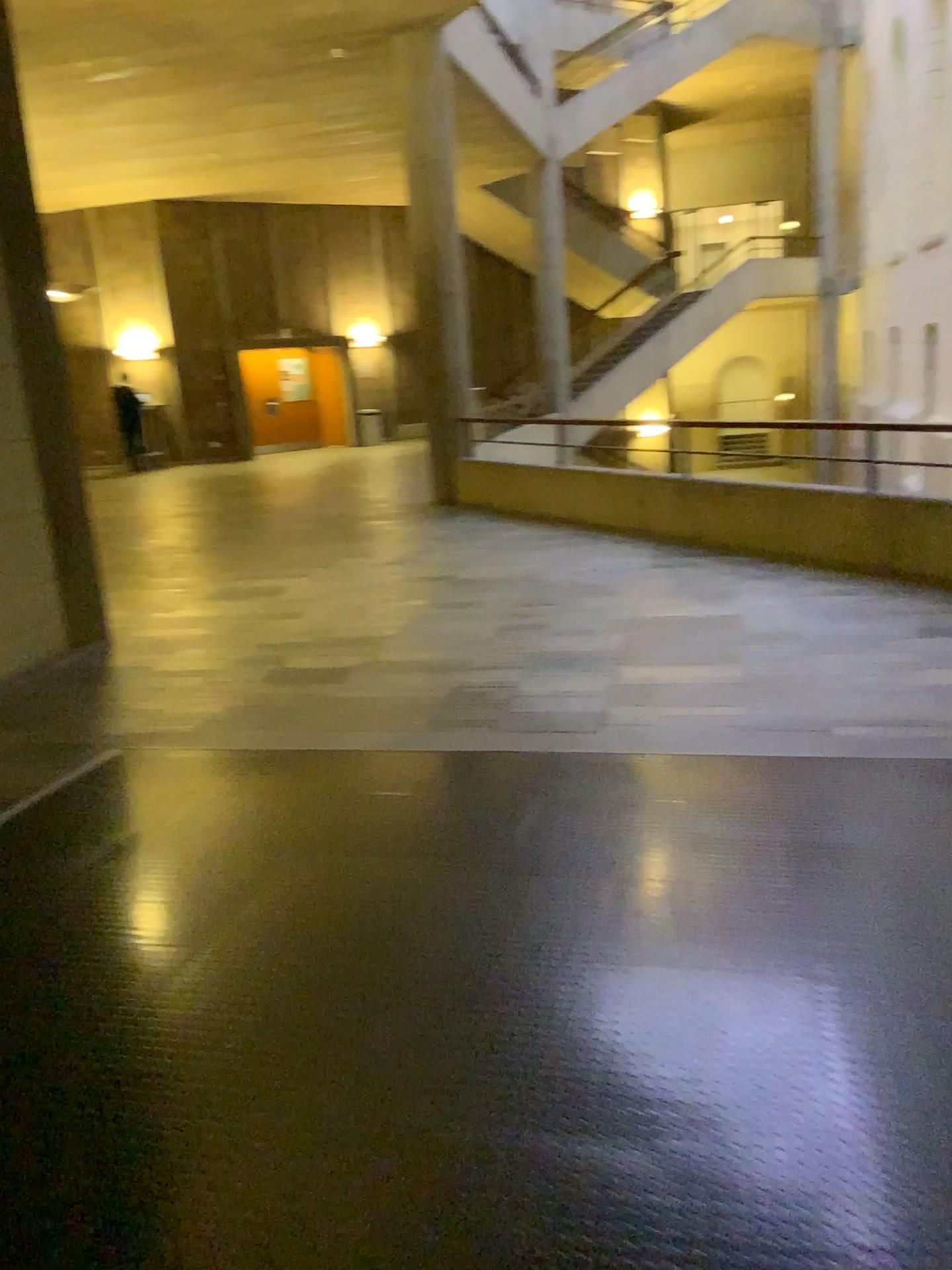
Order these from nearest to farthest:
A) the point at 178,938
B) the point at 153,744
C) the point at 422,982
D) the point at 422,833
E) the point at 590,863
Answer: the point at 422,982, the point at 178,938, the point at 590,863, the point at 422,833, the point at 153,744
